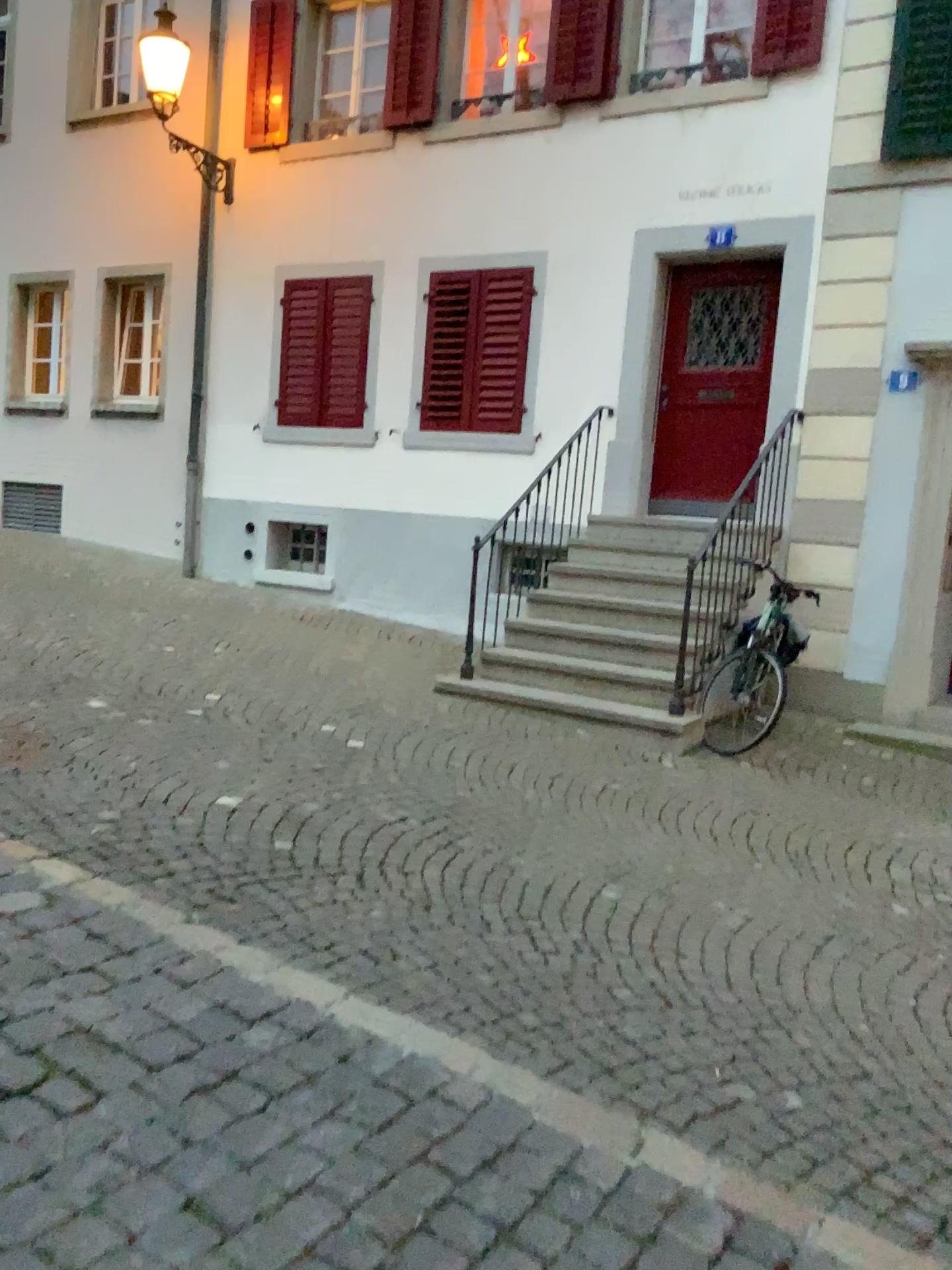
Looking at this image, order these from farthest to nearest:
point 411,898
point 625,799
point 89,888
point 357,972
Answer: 1. point 625,799
2. point 411,898
3. point 89,888
4. point 357,972
